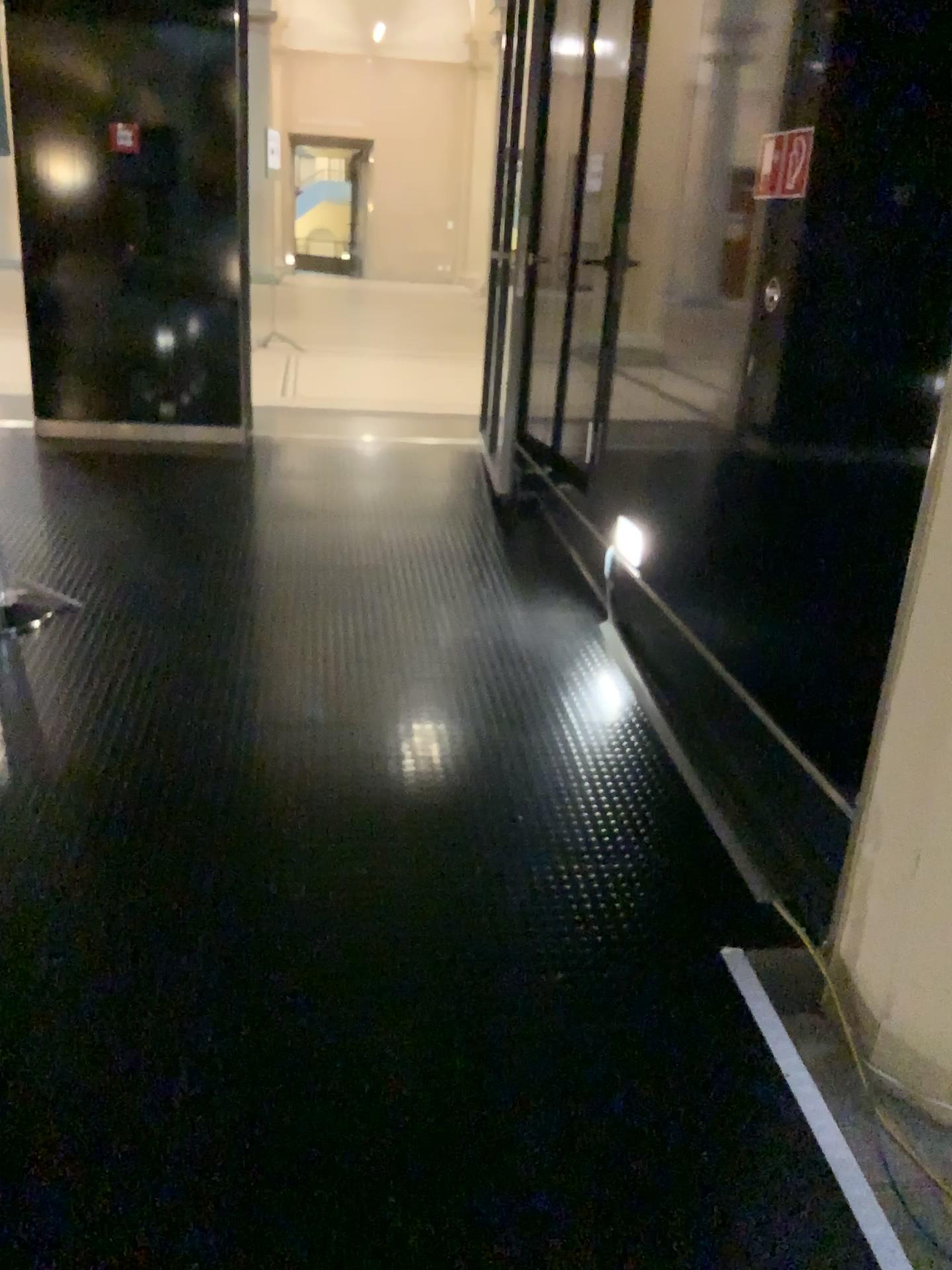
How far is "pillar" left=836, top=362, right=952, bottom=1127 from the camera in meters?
1.9 m

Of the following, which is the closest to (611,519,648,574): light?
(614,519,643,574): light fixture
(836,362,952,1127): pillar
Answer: (614,519,643,574): light fixture

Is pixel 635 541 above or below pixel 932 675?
below

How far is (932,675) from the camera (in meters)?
1.95

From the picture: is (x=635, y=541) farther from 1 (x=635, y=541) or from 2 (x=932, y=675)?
2 (x=932, y=675)

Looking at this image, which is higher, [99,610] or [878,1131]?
[99,610]

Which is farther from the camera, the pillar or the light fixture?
the light fixture

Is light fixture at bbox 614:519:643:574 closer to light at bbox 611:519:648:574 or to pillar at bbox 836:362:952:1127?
light at bbox 611:519:648:574

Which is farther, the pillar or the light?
the light
